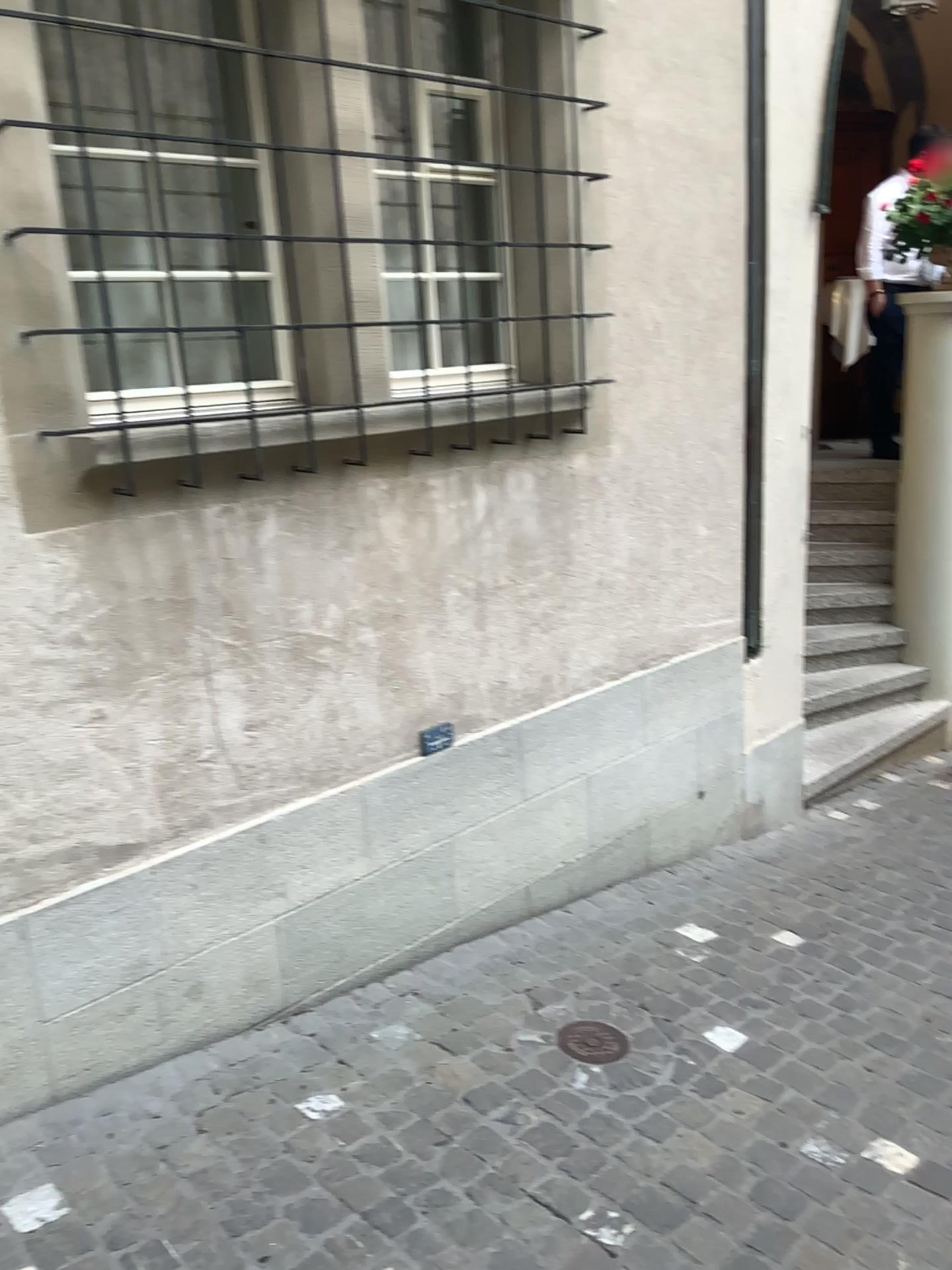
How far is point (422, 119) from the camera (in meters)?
2.90

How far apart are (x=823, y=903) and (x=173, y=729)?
2.36m

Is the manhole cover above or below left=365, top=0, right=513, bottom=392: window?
below

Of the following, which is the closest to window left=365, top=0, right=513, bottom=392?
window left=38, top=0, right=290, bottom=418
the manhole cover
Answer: window left=38, top=0, right=290, bottom=418

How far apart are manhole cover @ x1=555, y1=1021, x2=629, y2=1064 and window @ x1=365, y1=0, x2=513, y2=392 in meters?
1.8 m

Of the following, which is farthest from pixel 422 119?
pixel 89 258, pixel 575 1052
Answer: pixel 575 1052

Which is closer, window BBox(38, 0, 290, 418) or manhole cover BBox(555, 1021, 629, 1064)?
window BBox(38, 0, 290, 418)

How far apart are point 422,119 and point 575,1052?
2.5 meters

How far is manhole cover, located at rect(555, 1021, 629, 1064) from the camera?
Answer: 2.7m

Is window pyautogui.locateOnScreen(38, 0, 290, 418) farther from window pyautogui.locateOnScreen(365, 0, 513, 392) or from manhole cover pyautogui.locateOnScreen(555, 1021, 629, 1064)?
manhole cover pyautogui.locateOnScreen(555, 1021, 629, 1064)
